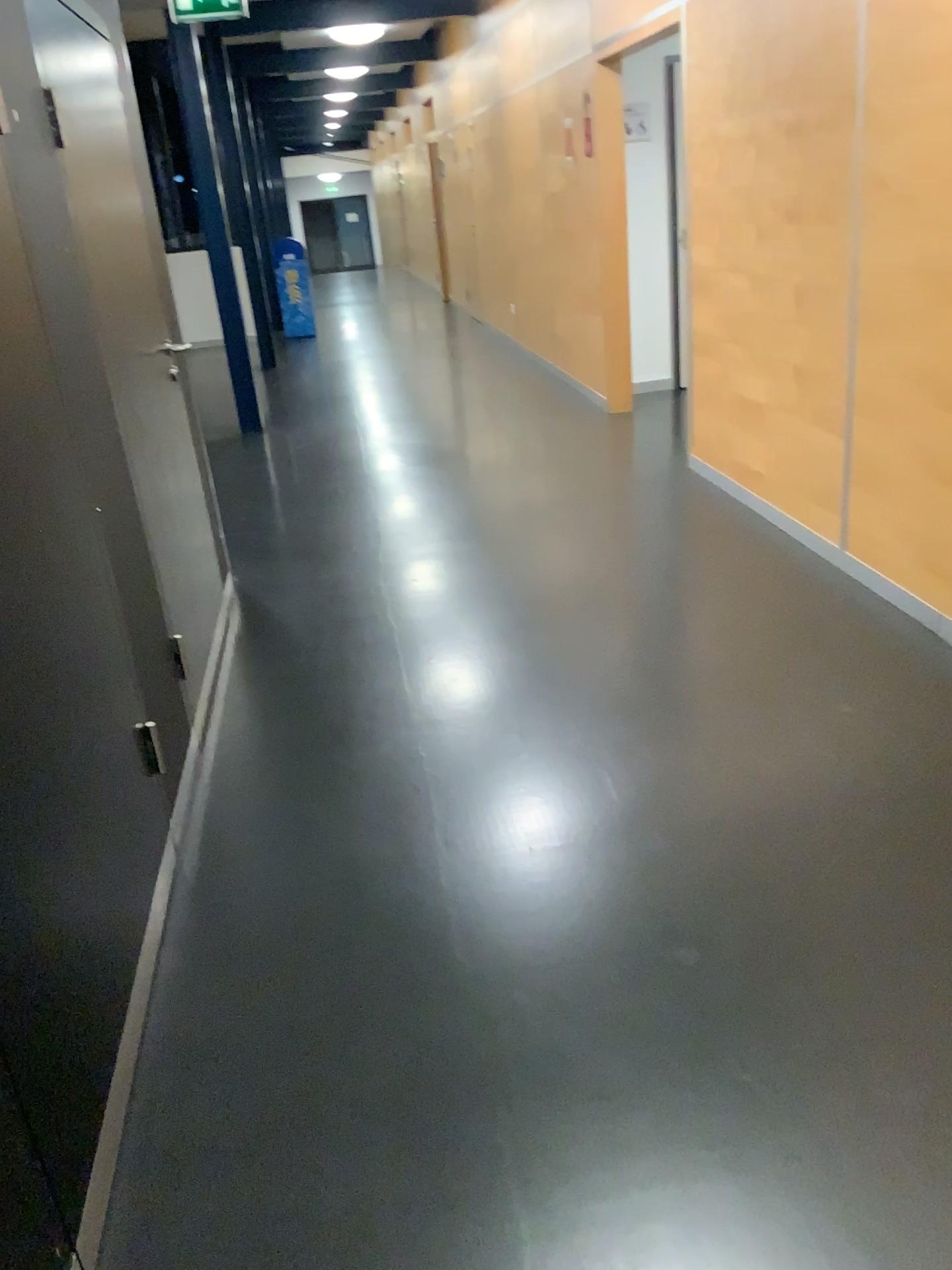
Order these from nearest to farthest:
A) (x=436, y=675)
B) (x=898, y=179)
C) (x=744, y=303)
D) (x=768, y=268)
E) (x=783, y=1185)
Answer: (x=783, y=1185) < (x=898, y=179) < (x=436, y=675) < (x=768, y=268) < (x=744, y=303)
